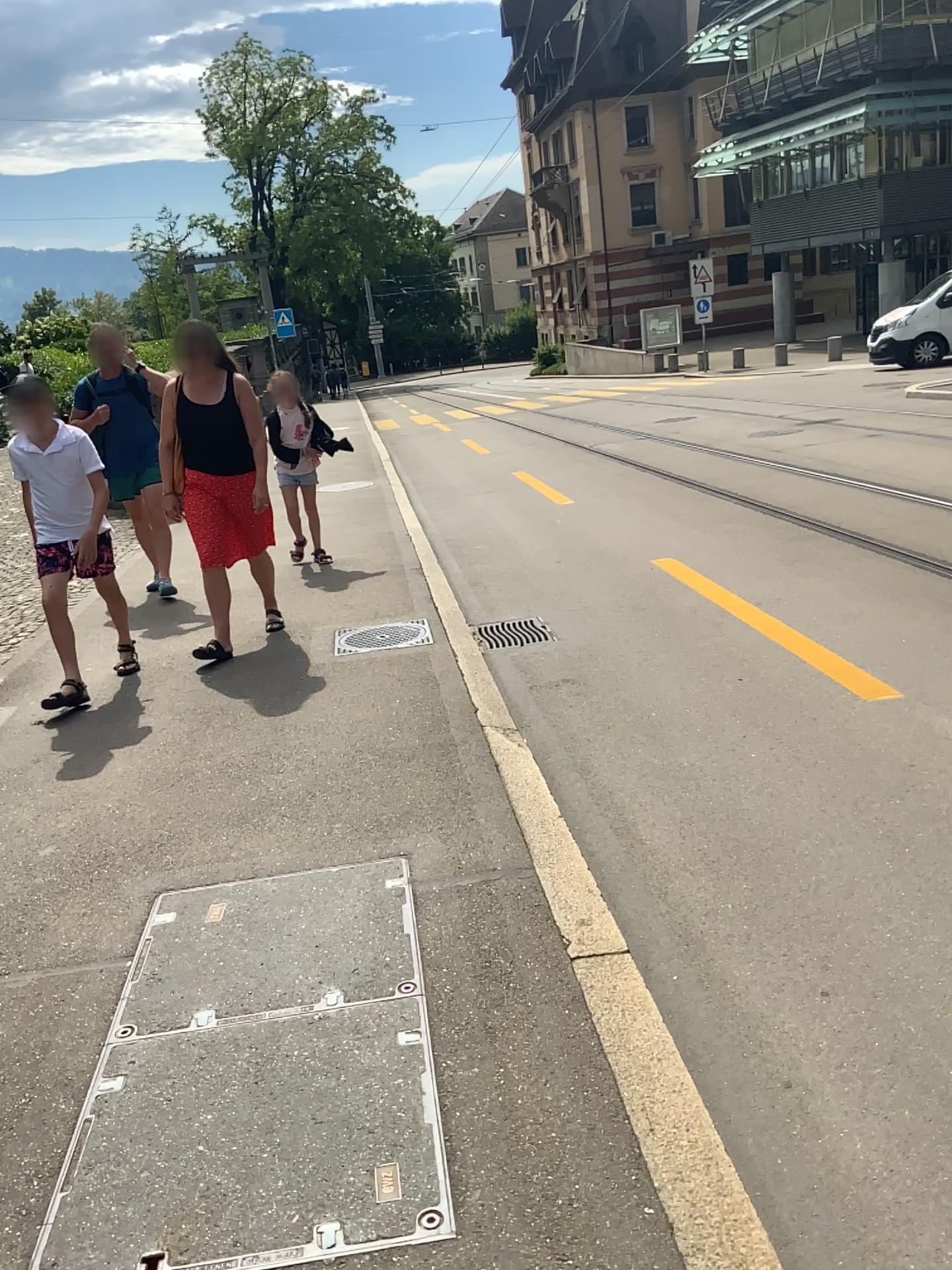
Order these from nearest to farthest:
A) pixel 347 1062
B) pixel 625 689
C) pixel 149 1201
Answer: pixel 149 1201 < pixel 347 1062 < pixel 625 689
